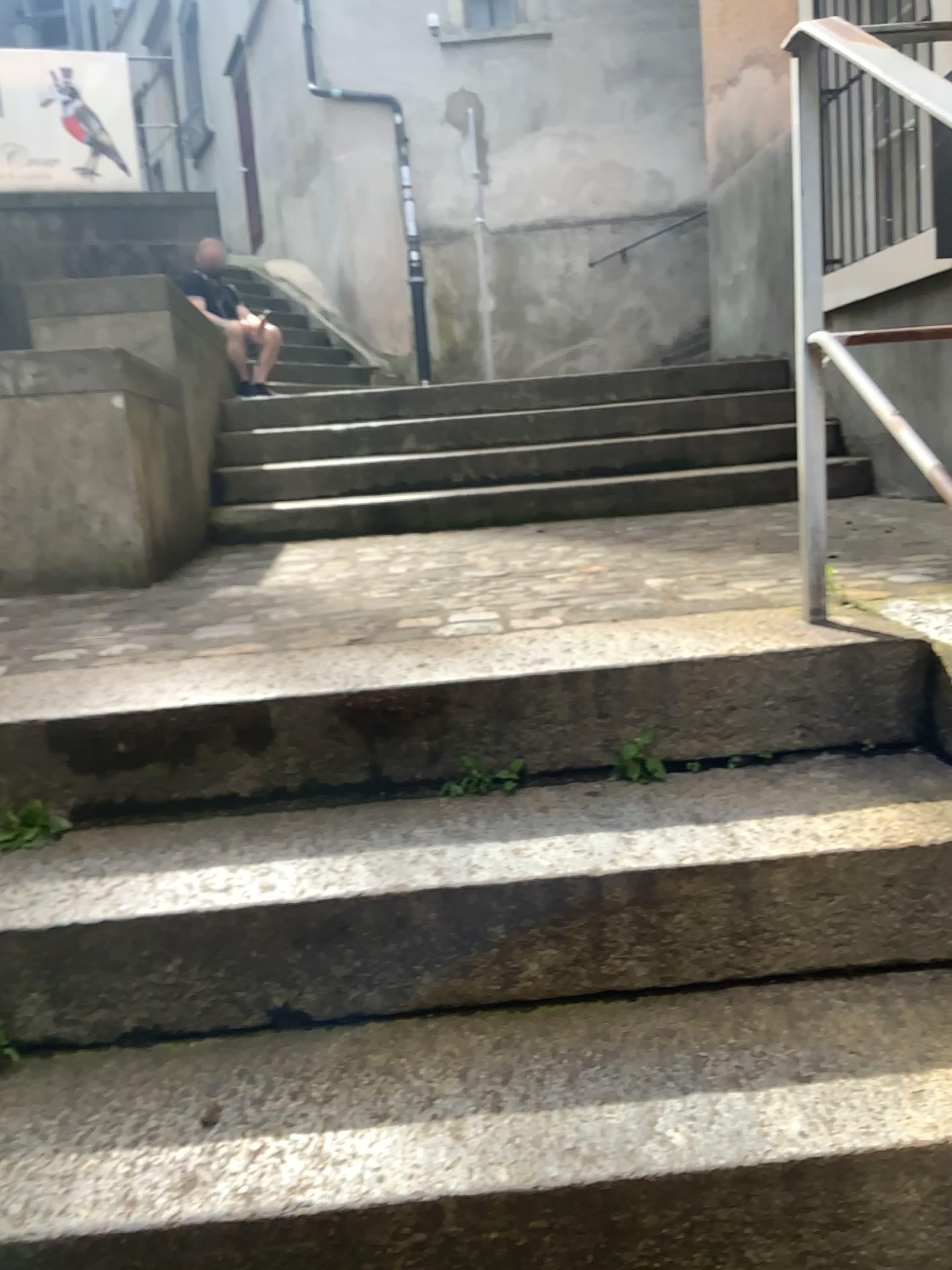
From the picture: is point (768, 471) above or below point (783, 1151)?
above

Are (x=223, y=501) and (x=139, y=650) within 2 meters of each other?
no

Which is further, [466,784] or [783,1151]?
[466,784]

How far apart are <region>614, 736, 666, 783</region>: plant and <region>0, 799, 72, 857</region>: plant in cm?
82

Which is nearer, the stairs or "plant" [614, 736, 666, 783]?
"plant" [614, 736, 666, 783]

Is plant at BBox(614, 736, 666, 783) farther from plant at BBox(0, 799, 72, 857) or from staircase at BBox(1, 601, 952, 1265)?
plant at BBox(0, 799, 72, 857)

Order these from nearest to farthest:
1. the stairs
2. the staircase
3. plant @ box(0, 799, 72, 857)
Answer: the staircase, plant @ box(0, 799, 72, 857), the stairs

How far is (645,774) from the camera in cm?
157

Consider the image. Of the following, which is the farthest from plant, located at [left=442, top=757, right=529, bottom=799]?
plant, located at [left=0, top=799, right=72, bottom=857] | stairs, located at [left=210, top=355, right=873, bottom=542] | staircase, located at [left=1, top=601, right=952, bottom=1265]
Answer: stairs, located at [left=210, top=355, right=873, bottom=542]

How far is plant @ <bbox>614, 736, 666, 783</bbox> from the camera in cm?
157
